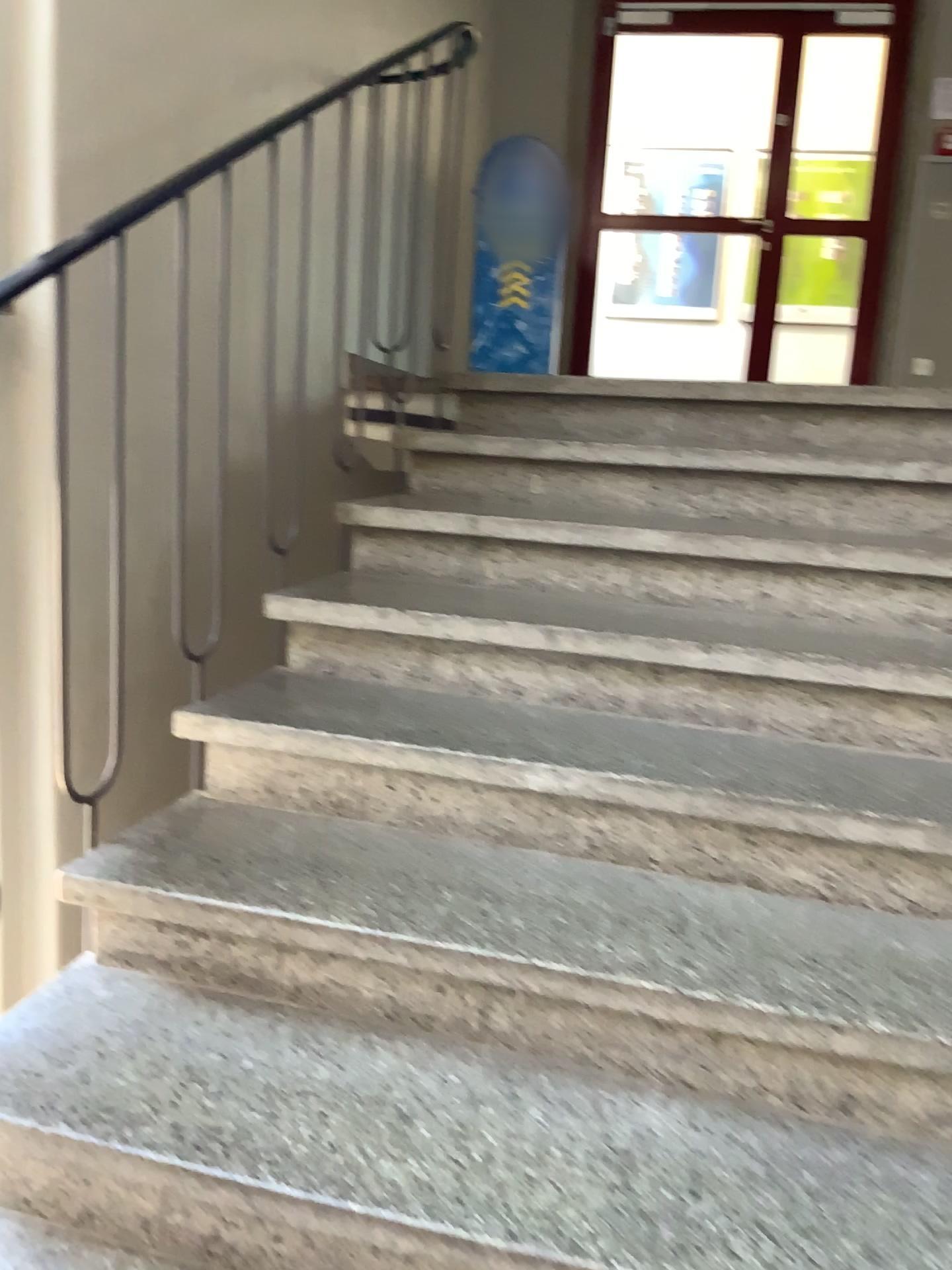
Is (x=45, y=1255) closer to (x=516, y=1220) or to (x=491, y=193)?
(x=516, y=1220)

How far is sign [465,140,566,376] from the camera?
4.6 meters

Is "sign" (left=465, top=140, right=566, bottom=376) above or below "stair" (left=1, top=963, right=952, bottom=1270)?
above

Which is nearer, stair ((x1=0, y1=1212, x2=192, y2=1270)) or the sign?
stair ((x1=0, y1=1212, x2=192, y2=1270))

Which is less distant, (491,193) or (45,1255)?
(45,1255)

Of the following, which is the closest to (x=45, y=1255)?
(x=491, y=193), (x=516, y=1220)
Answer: (x=516, y=1220)

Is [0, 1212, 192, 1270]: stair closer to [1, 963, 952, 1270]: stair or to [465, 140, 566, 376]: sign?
[1, 963, 952, 1270]: stair

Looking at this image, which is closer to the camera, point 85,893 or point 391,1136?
point 391,1136

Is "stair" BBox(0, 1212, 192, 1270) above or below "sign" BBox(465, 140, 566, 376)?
Answer: below

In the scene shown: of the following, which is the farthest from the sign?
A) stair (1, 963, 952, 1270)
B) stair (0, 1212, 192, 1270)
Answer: stair (0, 1212, 192, 1270)
